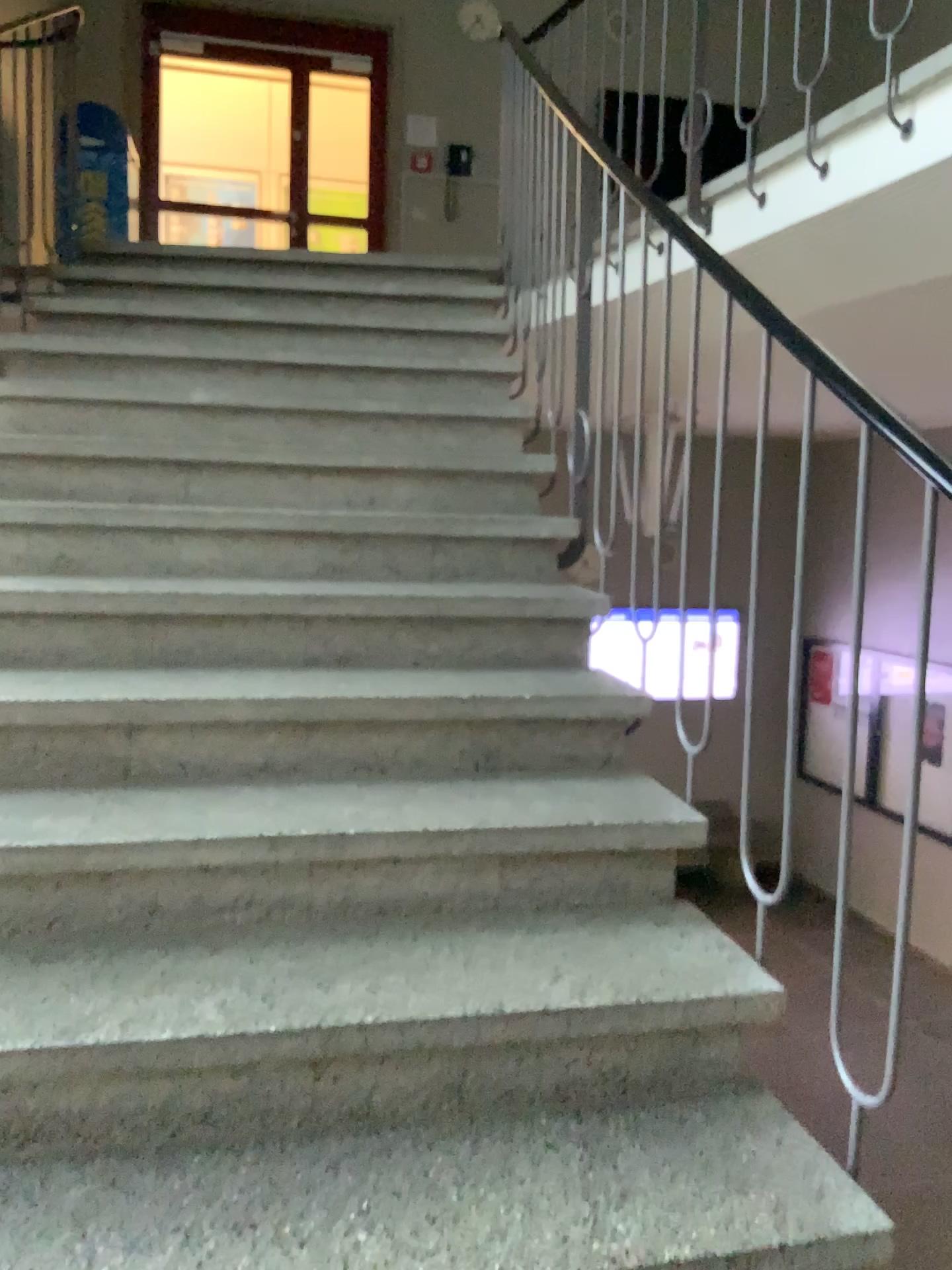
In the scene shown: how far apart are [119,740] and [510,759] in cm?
71
